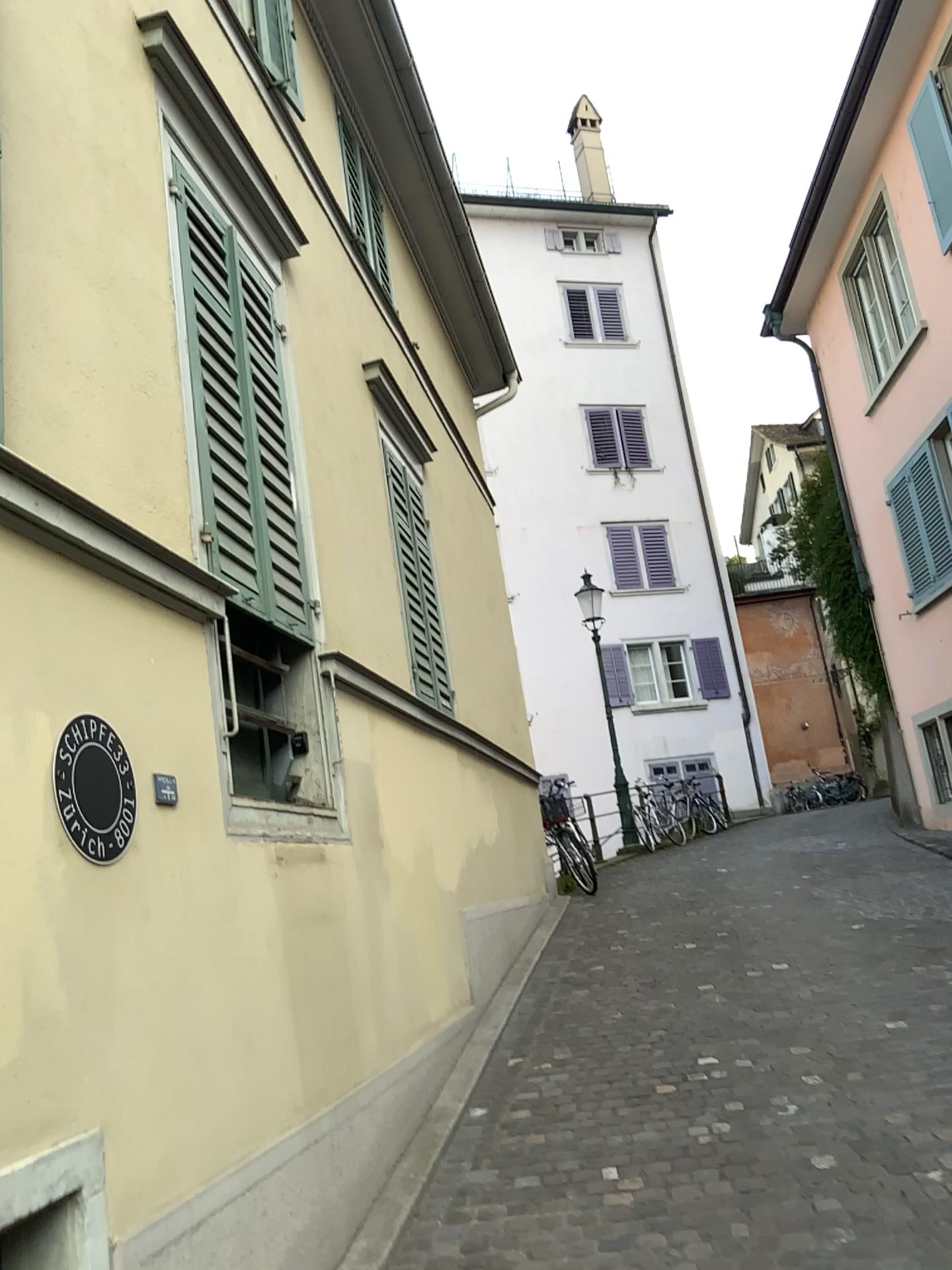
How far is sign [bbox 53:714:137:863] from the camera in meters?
2.3

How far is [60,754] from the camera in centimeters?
233cm

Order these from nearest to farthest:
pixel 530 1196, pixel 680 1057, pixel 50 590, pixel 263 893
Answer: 1. pixel 50 590
2. pixel 263 893
3. pixel 530 1196
4. pixel 680 1057
